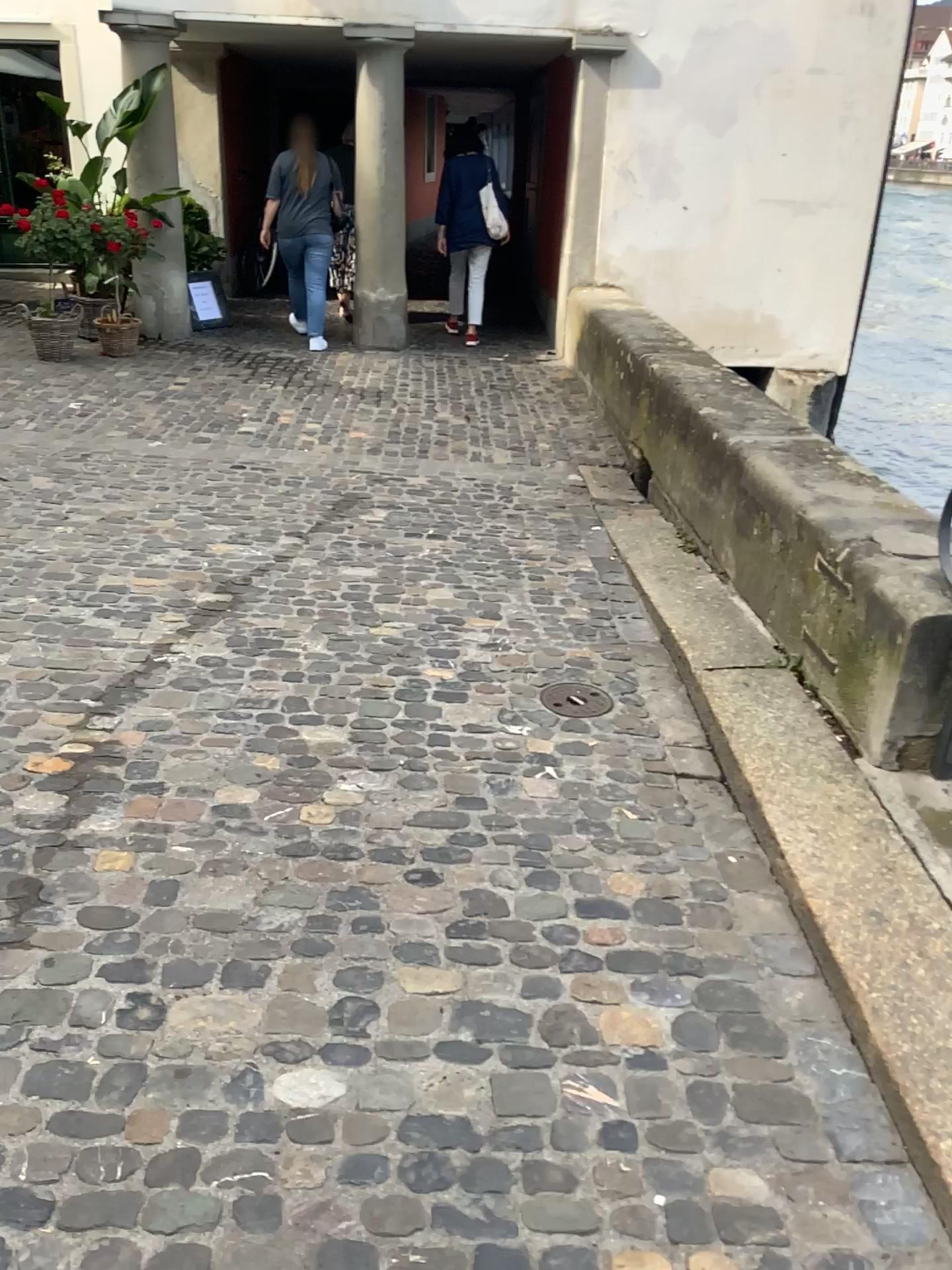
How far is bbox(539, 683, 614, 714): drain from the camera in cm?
323

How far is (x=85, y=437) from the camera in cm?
569

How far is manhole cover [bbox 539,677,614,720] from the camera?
3.2 meters

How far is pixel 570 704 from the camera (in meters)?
3.23

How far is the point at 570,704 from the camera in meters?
3.2
